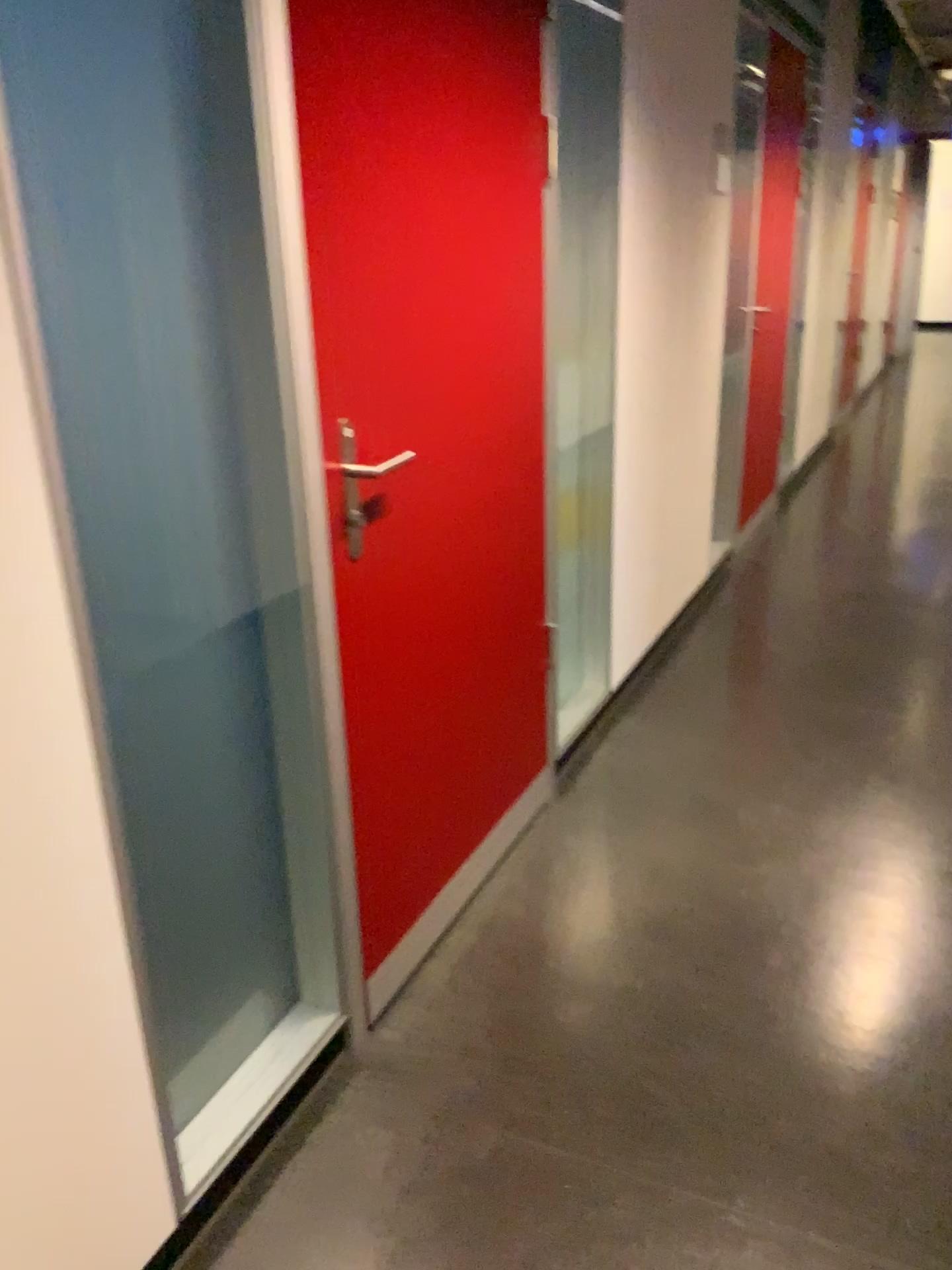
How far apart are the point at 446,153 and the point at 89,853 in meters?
1.3

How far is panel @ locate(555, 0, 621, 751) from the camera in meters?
2.7 m

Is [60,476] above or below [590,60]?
below

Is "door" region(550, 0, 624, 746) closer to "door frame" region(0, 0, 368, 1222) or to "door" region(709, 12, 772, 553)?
"door frame" region(0, 0, 368, 1222)

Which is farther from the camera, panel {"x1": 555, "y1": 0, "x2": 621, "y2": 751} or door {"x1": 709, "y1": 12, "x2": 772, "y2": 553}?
door {"x1": 709, "y1": 12, "x2": 772, "y2": 553}

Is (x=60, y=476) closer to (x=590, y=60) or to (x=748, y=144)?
(x=590, y=60)

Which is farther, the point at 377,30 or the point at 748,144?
the point at 748,144

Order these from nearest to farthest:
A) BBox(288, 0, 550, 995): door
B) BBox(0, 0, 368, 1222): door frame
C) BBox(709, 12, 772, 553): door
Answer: BBox(0, 0, 368, 1222): door frame, BBox(288, 0, 550, 995): door, BBox(709, 12, 772, 553): door

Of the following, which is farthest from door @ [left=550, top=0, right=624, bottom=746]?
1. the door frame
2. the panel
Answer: the door frame

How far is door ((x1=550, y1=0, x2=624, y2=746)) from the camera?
2.7 meters
